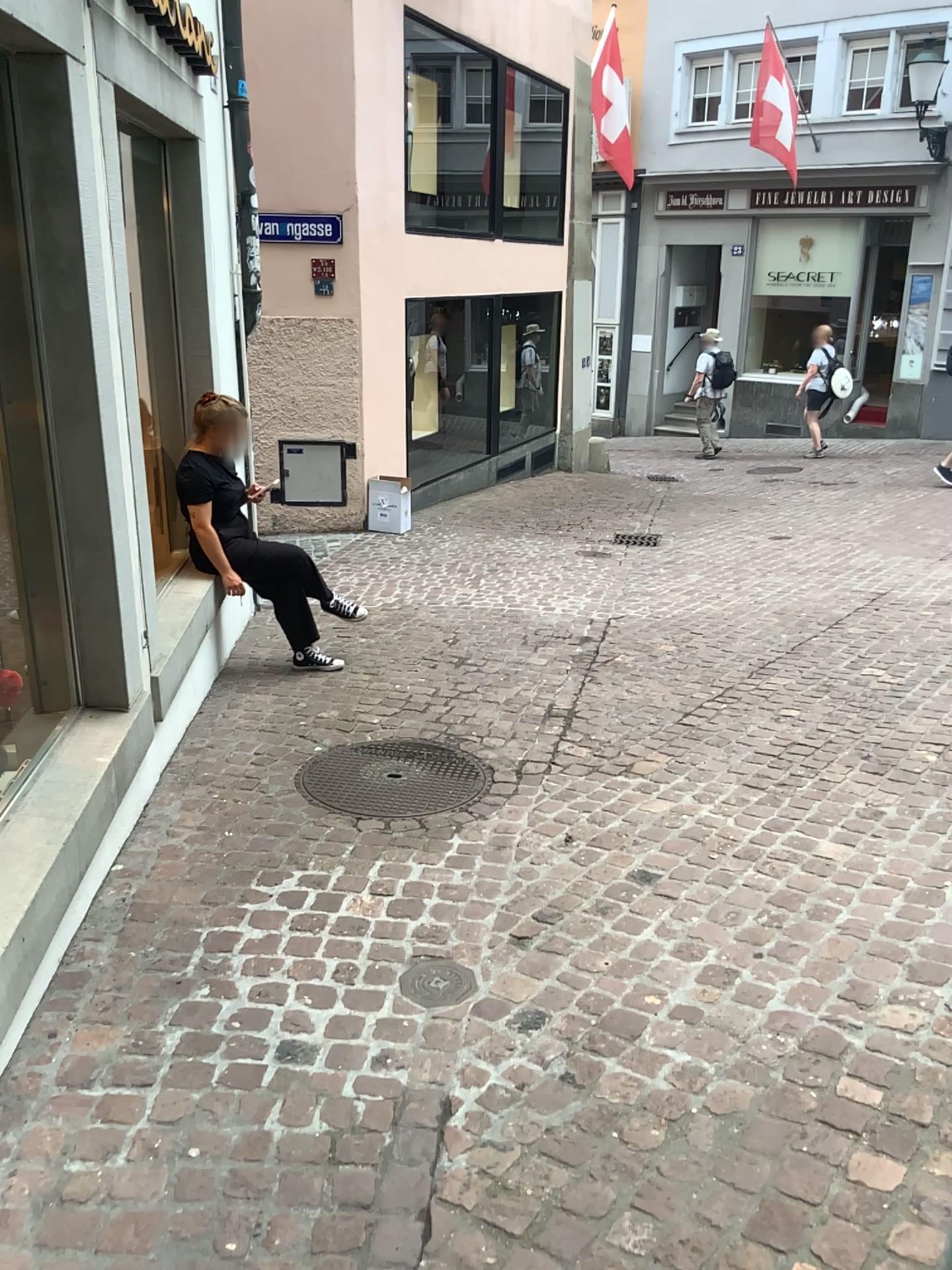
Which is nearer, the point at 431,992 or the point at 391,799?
the point at 431,992

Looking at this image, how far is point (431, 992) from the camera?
2.63m

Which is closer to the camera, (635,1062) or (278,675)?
(635,1062)

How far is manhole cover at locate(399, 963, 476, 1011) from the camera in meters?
2.6 m

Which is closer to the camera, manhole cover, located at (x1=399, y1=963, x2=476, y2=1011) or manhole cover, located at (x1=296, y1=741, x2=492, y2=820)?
manhole cover, located at (x1=399, y1=963, x2=476, y2=1011)
